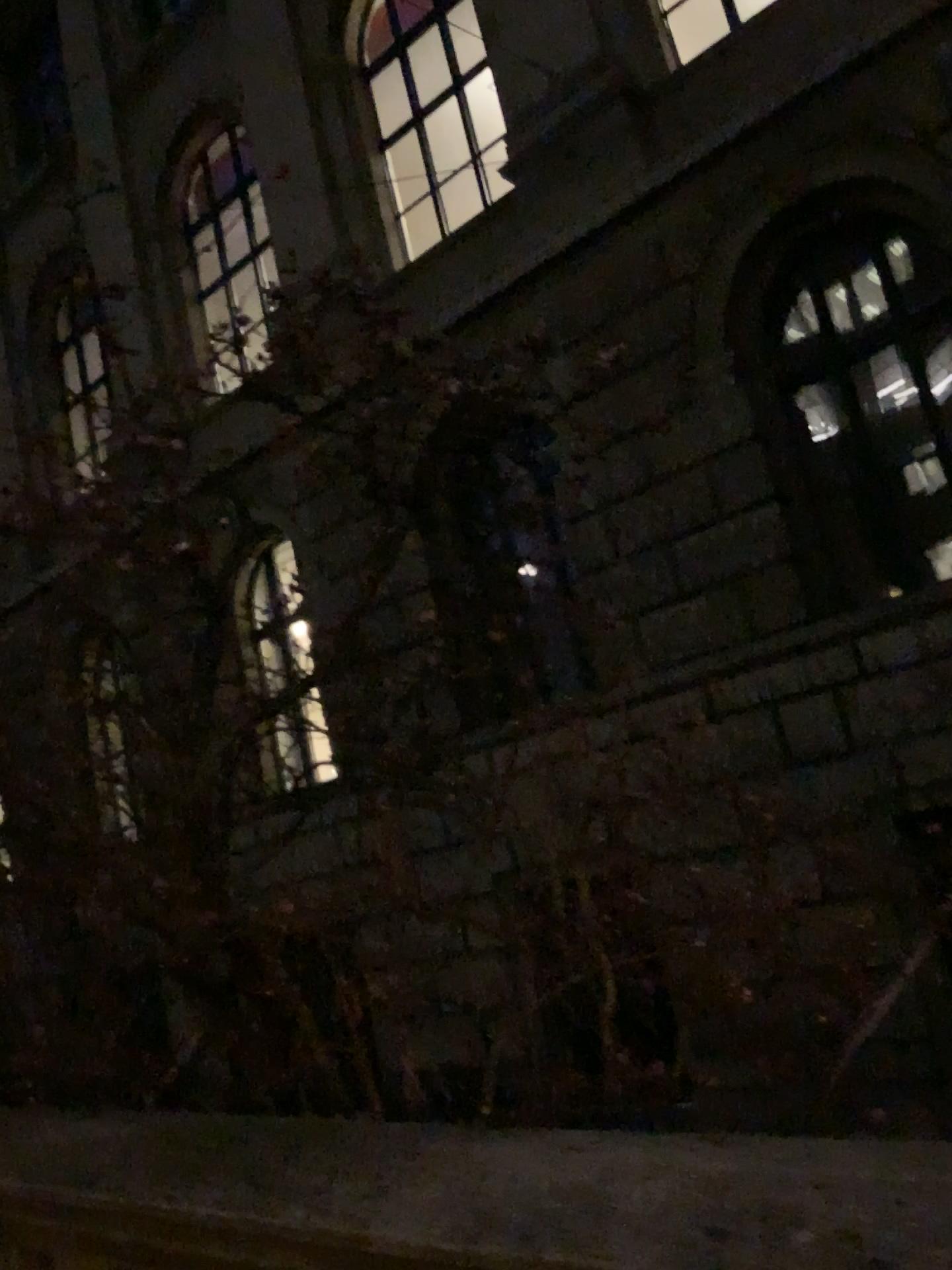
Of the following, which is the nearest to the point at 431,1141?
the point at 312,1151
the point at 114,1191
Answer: the point at 312,1151
